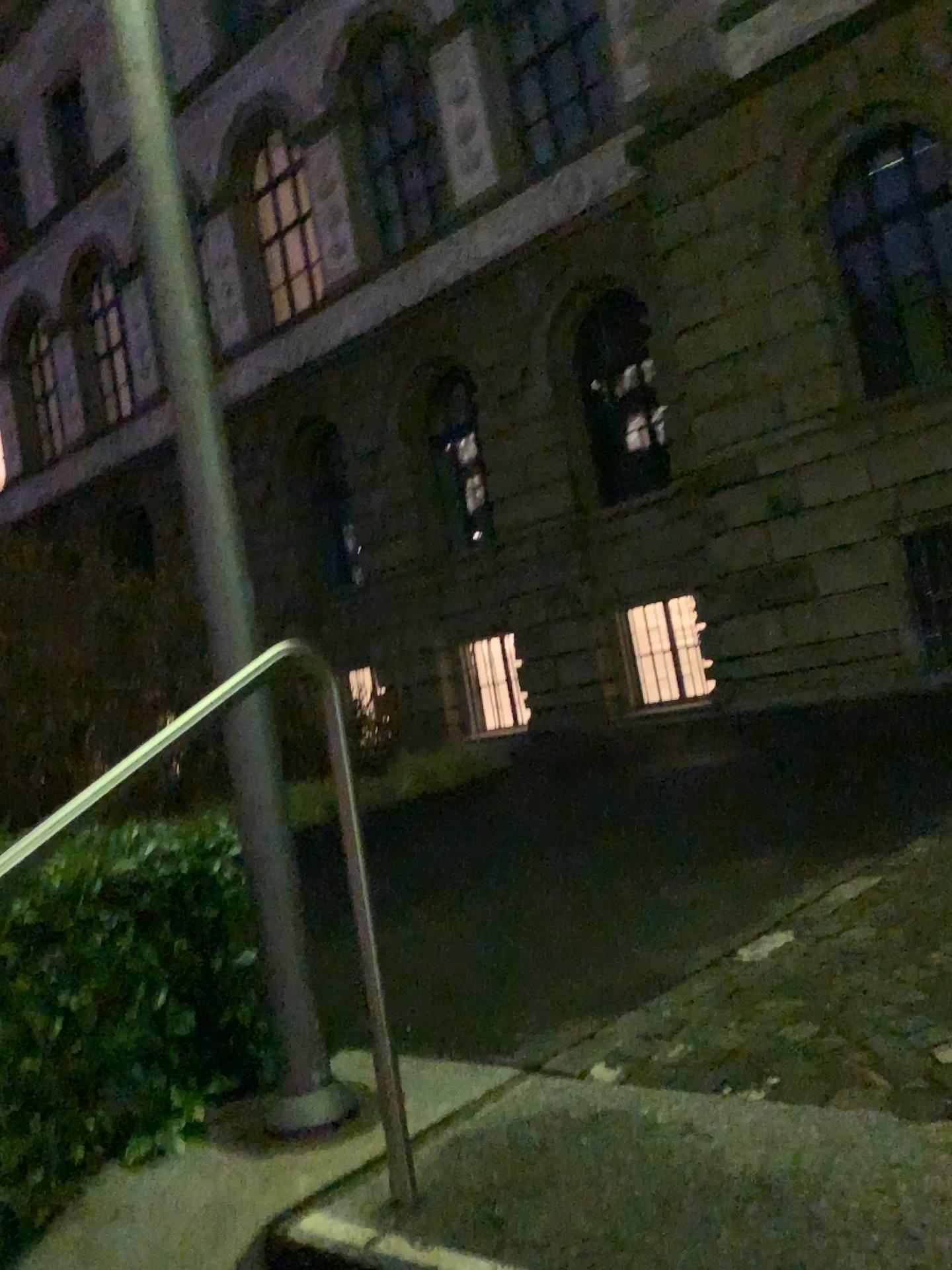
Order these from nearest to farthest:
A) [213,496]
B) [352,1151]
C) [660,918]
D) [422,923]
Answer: [352,1151]
[213,496]
[660,918]
[422,923]
